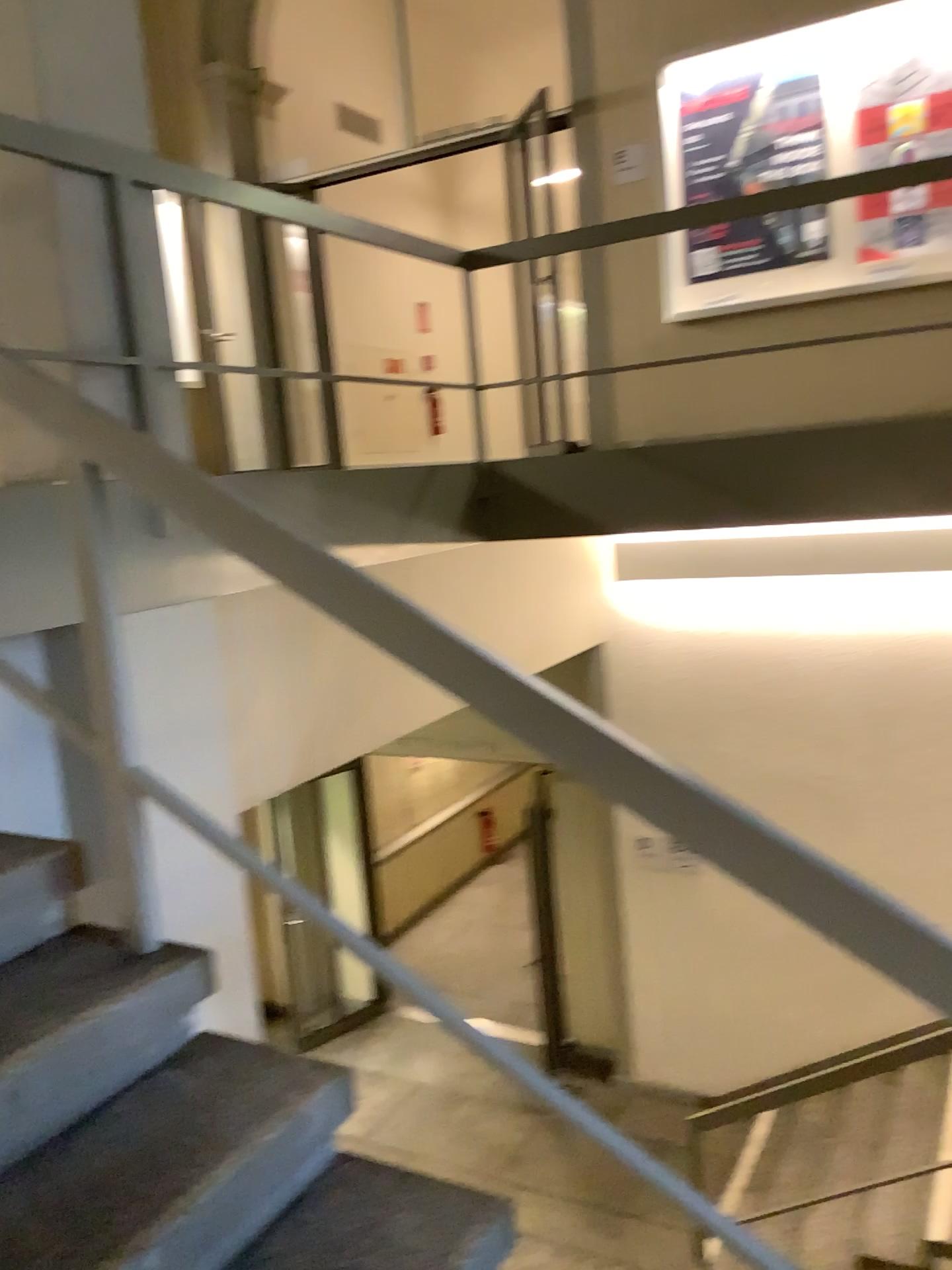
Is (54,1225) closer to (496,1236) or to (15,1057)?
(15,1057)

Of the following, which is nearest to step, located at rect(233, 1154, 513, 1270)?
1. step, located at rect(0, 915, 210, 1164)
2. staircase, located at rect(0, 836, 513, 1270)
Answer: staircase, located at rect(0, 836, 513, 1270)

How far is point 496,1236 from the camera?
1.5 meters

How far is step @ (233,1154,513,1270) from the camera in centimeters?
155cm

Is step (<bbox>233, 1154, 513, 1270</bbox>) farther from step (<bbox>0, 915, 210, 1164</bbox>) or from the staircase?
step (<bbox>0, 915, 210, 1164</bbox>)

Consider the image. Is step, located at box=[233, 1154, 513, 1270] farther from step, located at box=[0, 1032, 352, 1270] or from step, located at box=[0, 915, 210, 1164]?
step, located at box=[0, 915, 210, 1164]

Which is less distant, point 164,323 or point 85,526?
point 85,526

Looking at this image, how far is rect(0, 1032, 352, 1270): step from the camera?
1.4 meters

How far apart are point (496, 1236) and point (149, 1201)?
0.50m
